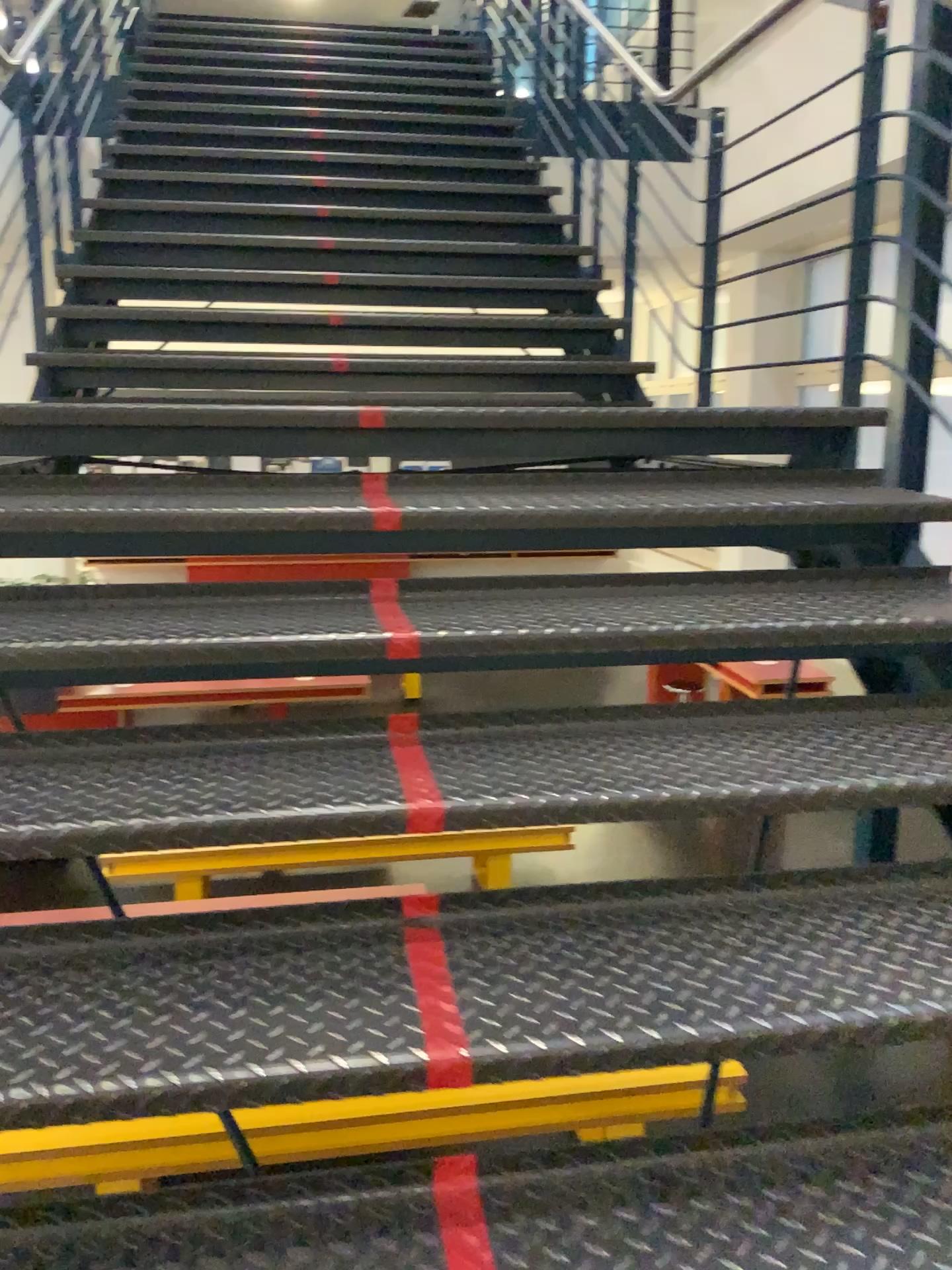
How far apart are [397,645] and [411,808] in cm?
35

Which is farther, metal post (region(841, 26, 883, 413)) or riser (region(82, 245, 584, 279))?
riser (region(82, 245, 584, 279))

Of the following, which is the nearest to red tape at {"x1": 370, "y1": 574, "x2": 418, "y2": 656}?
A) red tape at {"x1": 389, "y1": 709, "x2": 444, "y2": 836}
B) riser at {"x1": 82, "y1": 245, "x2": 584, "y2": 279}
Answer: red tape at {"x1": 389, "y1": 709, "x2": 444, "y2": 836}

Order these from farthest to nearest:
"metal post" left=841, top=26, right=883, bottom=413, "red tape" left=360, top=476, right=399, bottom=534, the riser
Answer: the riser < "metal post" left=841, top=26, right=883, bottom=413 < "red tape" left=360, top=476, right=399, bottom=534

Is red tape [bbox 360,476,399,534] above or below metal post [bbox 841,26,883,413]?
below

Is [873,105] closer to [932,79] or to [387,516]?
[932,79]

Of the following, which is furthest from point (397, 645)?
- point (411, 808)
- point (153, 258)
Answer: point (153, 258)

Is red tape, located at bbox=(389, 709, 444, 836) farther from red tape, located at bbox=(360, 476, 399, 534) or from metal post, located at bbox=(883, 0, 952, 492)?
metal post, located at bbox=(883, 0, 952, 492)

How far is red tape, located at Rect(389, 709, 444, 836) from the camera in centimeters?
144cm

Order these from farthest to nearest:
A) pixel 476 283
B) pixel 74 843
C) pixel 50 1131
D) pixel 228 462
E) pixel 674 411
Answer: pixel 476 283, pixel 674 411, pixel 228 462, pixel 74 843, pixel 50 1131
